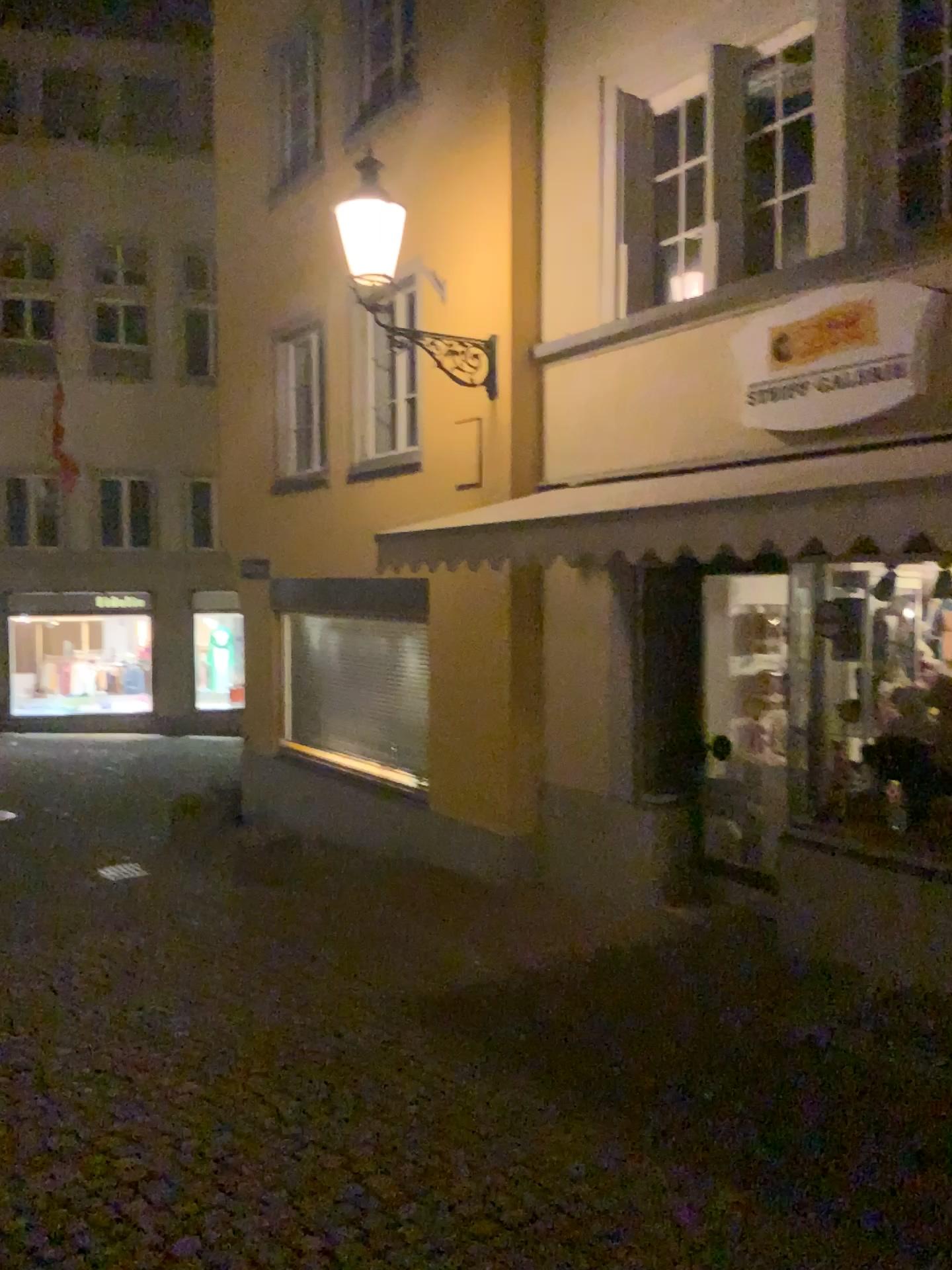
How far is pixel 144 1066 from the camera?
4.3m
